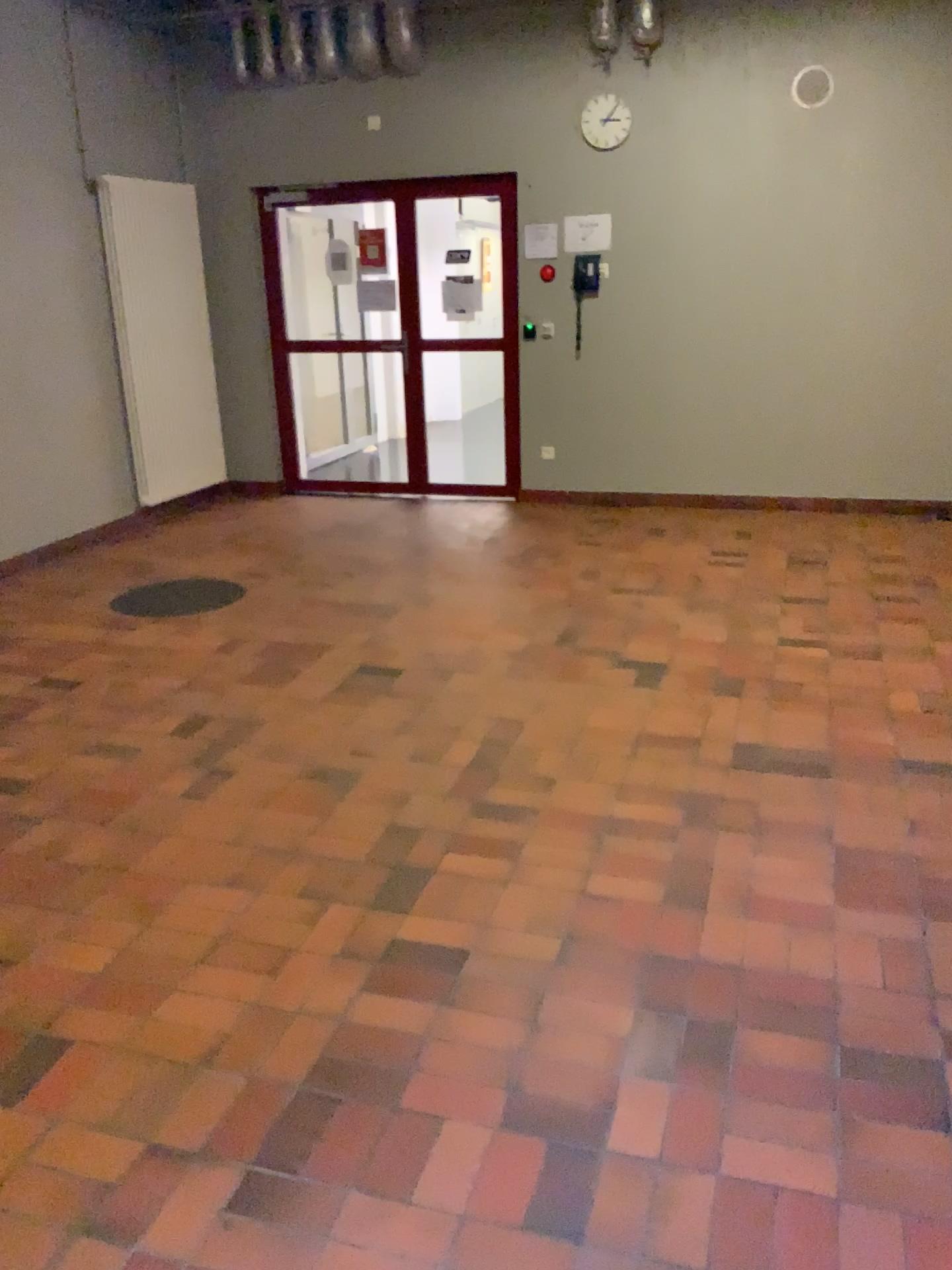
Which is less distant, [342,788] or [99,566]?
Answer: [342,788]

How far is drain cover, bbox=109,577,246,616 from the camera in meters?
5.2 m

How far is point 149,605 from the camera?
5.2m
